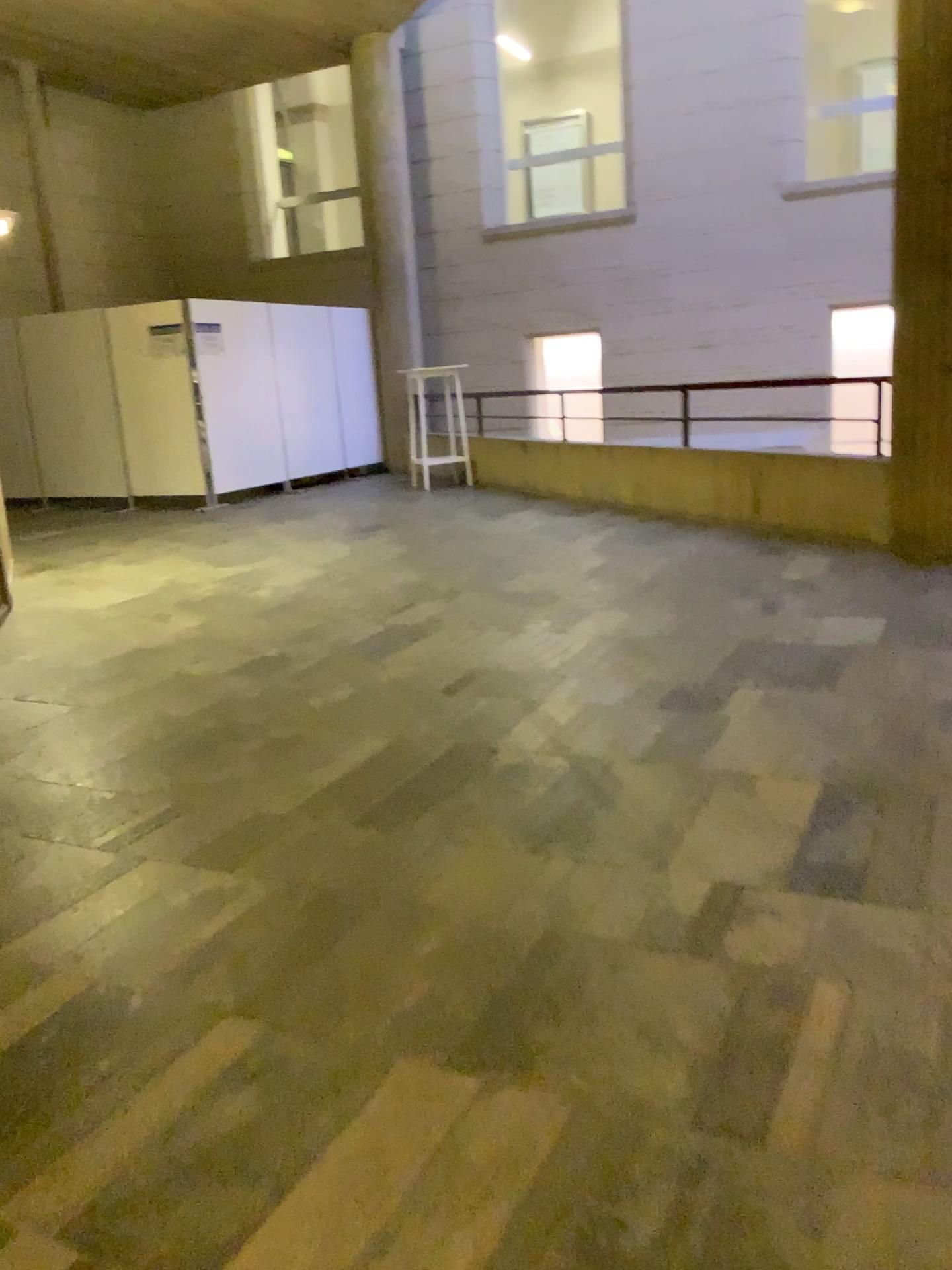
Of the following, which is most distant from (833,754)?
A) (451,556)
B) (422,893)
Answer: (451,556)
